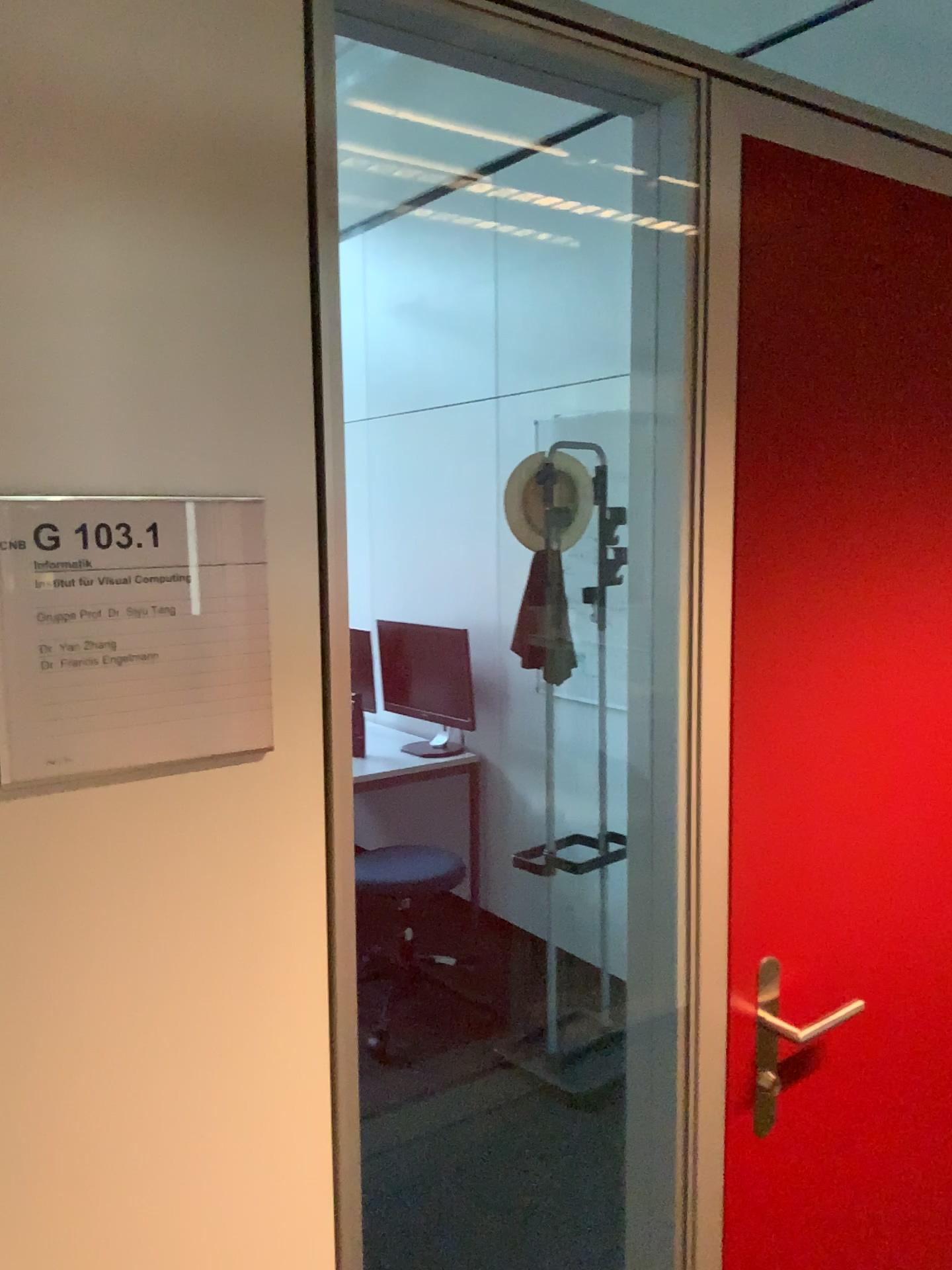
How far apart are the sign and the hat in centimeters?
211cm

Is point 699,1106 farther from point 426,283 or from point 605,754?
point 426,283

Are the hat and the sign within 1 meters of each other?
no

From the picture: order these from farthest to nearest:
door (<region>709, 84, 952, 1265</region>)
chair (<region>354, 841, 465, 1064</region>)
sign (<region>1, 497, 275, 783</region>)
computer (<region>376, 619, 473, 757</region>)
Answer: computer (<region>376, 619, 473, 757</region>)
chair (<region>354, 841, 465, 1064</region>)
door (<region>709, 84, 952, 1265</region>)
sign (<region>1, 497, 275, 783</region>)

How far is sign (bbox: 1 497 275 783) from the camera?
0.8 meters

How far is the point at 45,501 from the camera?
0.8 meters

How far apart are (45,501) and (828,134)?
1.0 meters

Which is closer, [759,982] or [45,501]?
[45,501]

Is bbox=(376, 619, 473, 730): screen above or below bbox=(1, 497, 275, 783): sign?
below

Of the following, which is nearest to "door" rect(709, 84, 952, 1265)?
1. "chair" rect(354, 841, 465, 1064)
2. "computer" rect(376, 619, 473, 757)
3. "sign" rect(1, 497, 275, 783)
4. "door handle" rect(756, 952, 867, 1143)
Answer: "door handle" rect(756, 952, 867, 1143)
